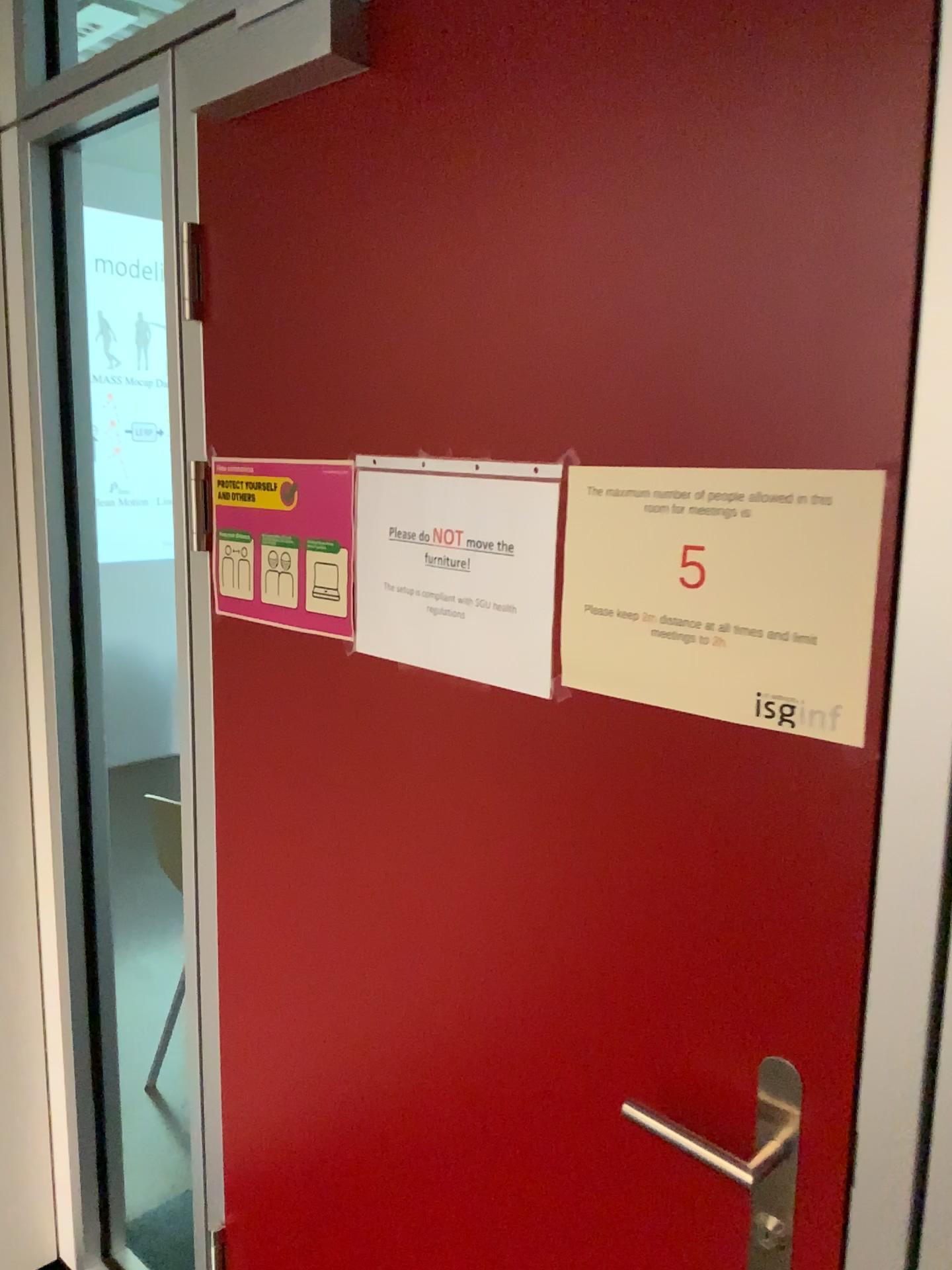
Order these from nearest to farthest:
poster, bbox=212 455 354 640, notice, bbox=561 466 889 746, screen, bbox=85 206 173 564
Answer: notice, bbox=561 466 889 746, poster, bbox=212 455 354 640, screen, bbox=85 206 173 564

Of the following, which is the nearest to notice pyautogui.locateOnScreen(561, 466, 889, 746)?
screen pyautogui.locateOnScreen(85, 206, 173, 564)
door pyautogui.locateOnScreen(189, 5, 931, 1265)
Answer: door pyautogui.locateOnScreen(189, 5, 931, 1265)

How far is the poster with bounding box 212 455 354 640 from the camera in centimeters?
123cm

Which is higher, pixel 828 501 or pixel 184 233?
pixel 184 233

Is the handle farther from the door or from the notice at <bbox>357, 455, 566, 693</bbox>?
the notice at <bbox>357, 455, 566, 693</bbox>

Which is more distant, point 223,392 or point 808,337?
point 223,392

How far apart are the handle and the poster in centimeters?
64cm

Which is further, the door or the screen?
the screen

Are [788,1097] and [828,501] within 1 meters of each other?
yes

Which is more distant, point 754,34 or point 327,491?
point 327,491
